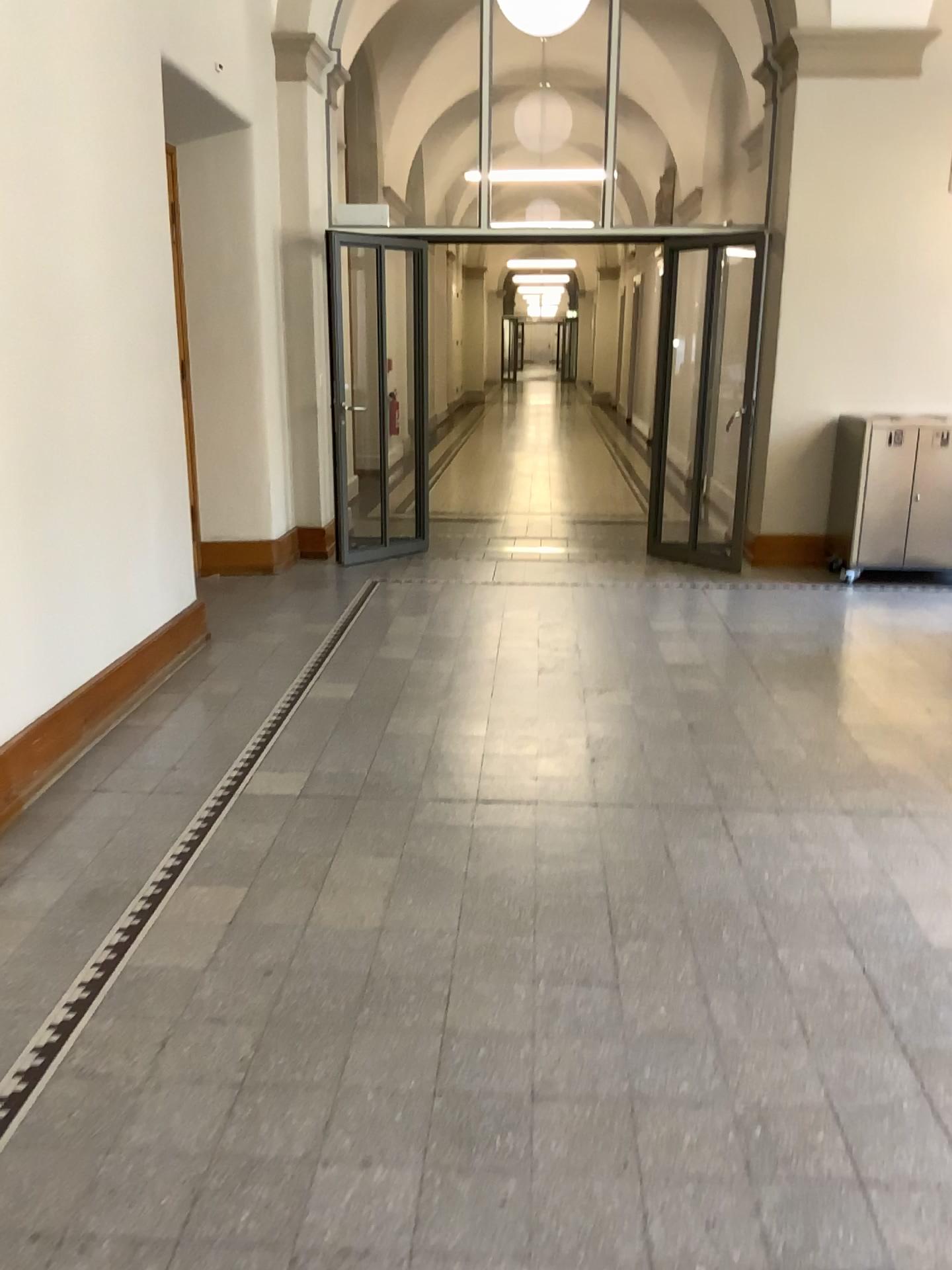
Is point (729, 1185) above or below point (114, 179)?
below
